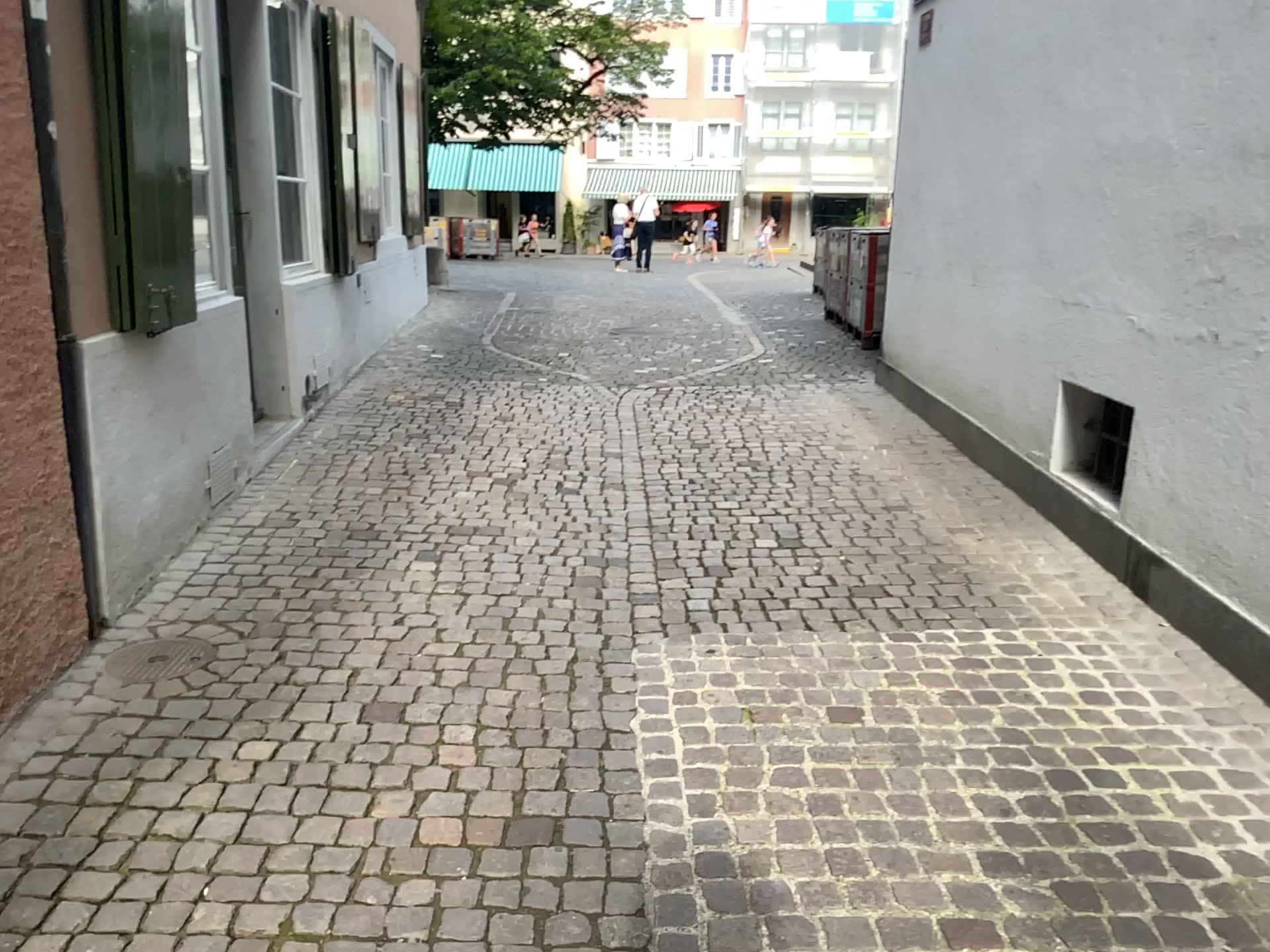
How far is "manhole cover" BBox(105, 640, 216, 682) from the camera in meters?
2.9

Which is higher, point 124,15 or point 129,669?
point 124,15

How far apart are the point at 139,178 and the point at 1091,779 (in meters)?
3.16

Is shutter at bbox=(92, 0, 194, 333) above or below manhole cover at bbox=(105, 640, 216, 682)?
above

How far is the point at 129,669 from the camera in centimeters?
293cm
